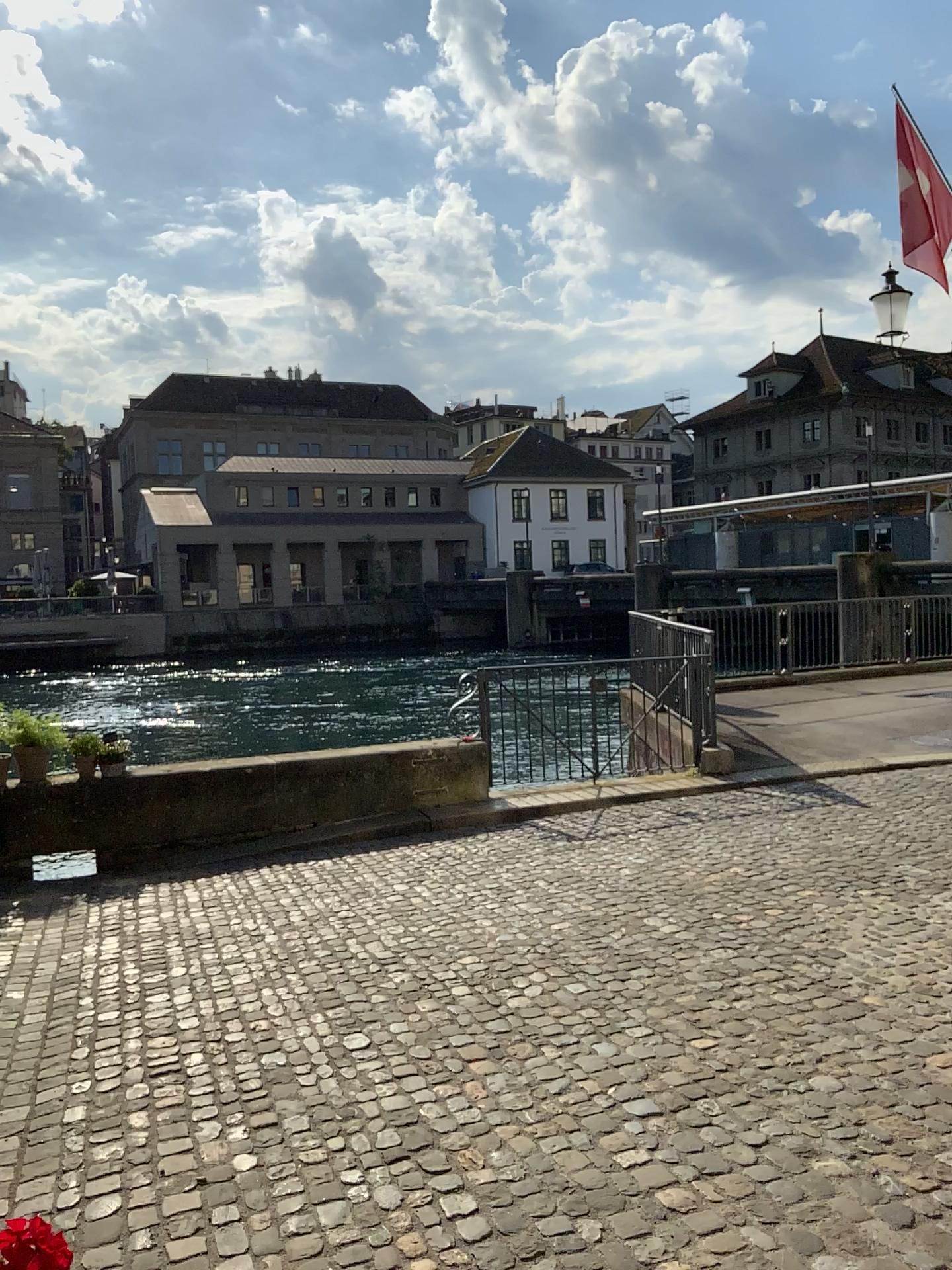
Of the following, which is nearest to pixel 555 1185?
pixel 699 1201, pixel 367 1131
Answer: pixel 699 1201
